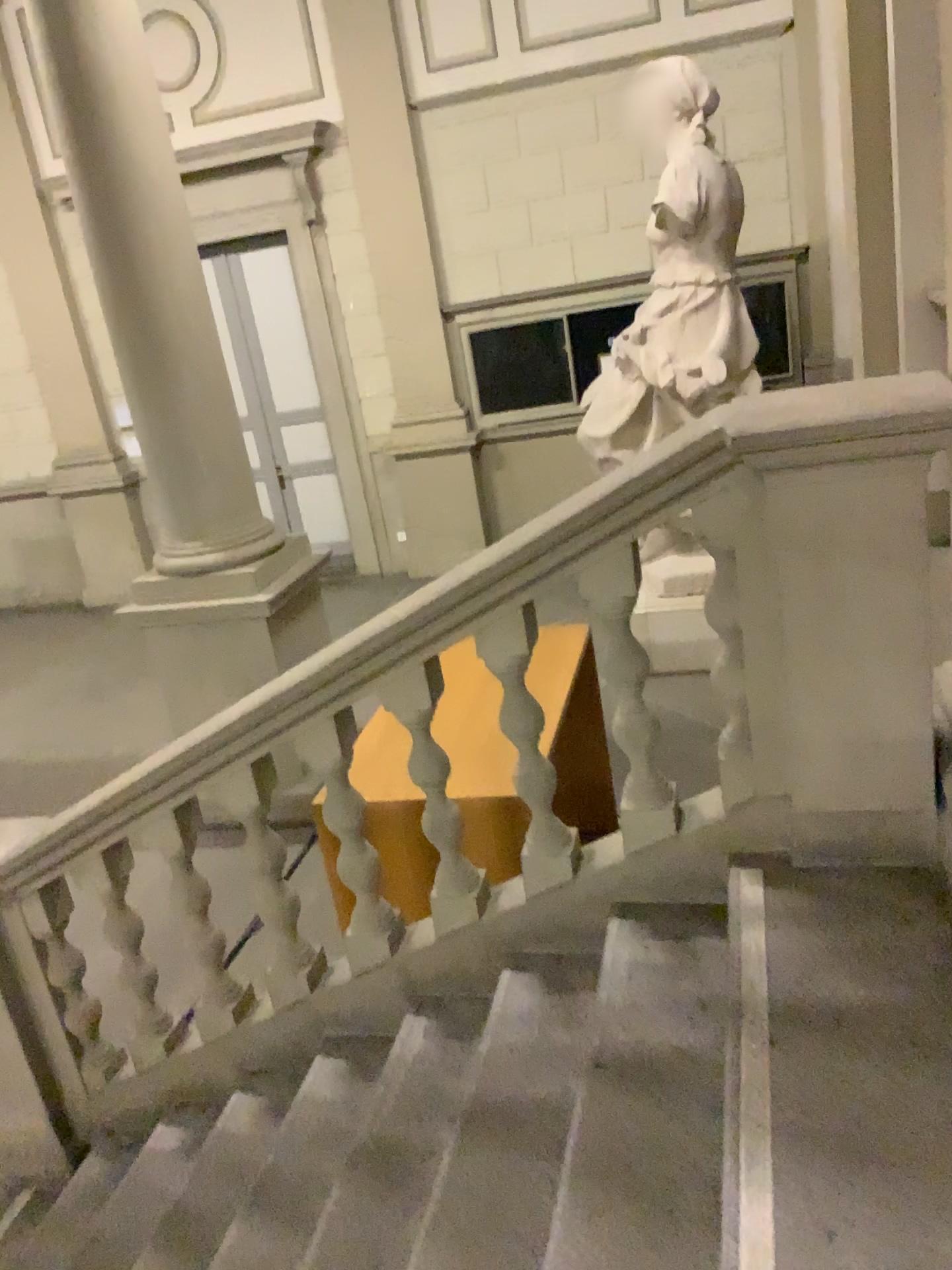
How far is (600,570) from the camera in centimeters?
239cm

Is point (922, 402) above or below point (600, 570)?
above

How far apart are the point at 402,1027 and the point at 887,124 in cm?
363

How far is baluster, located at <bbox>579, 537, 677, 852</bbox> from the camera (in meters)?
2.40
